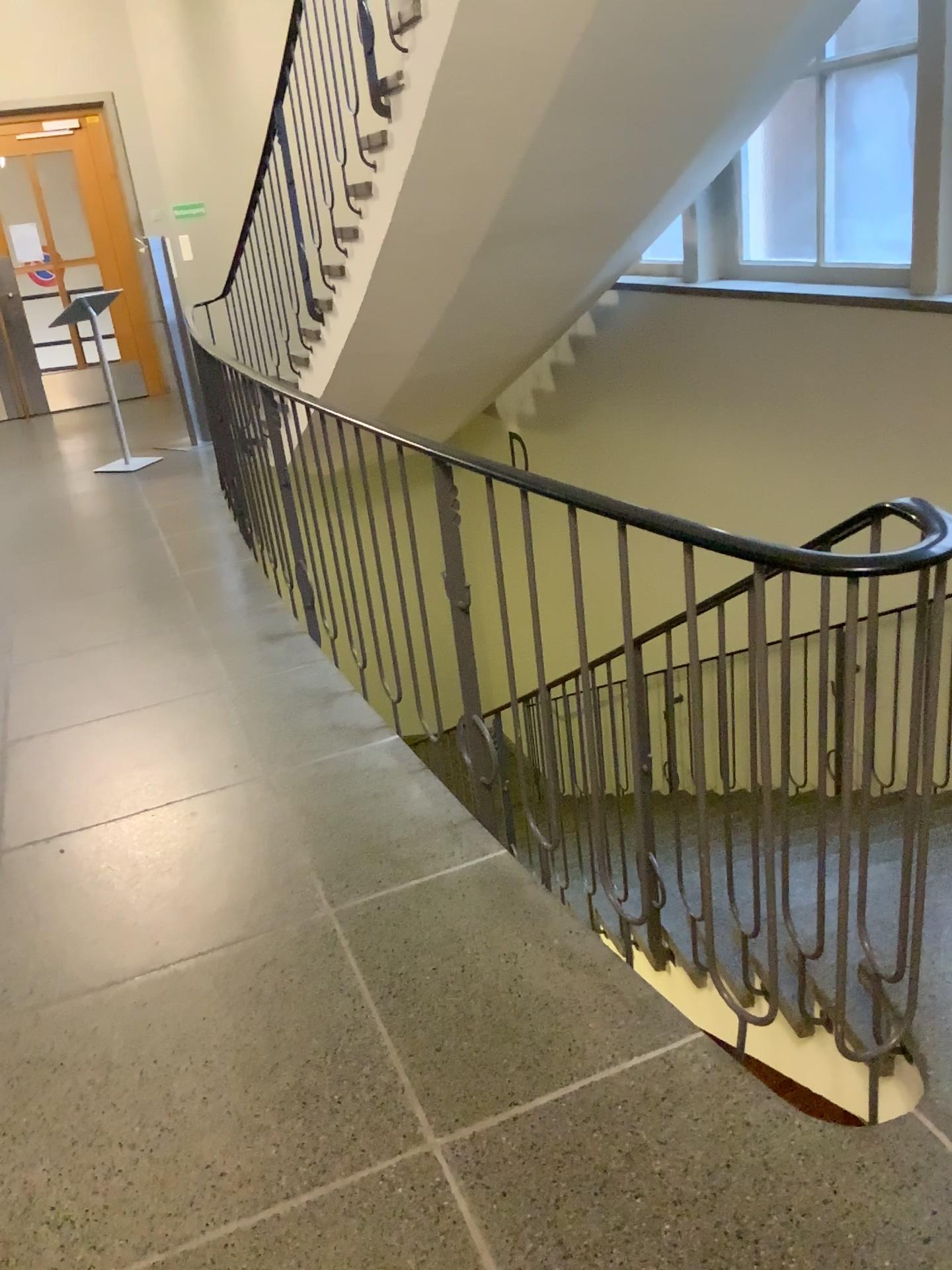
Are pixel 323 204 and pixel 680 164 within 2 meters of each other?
yes
